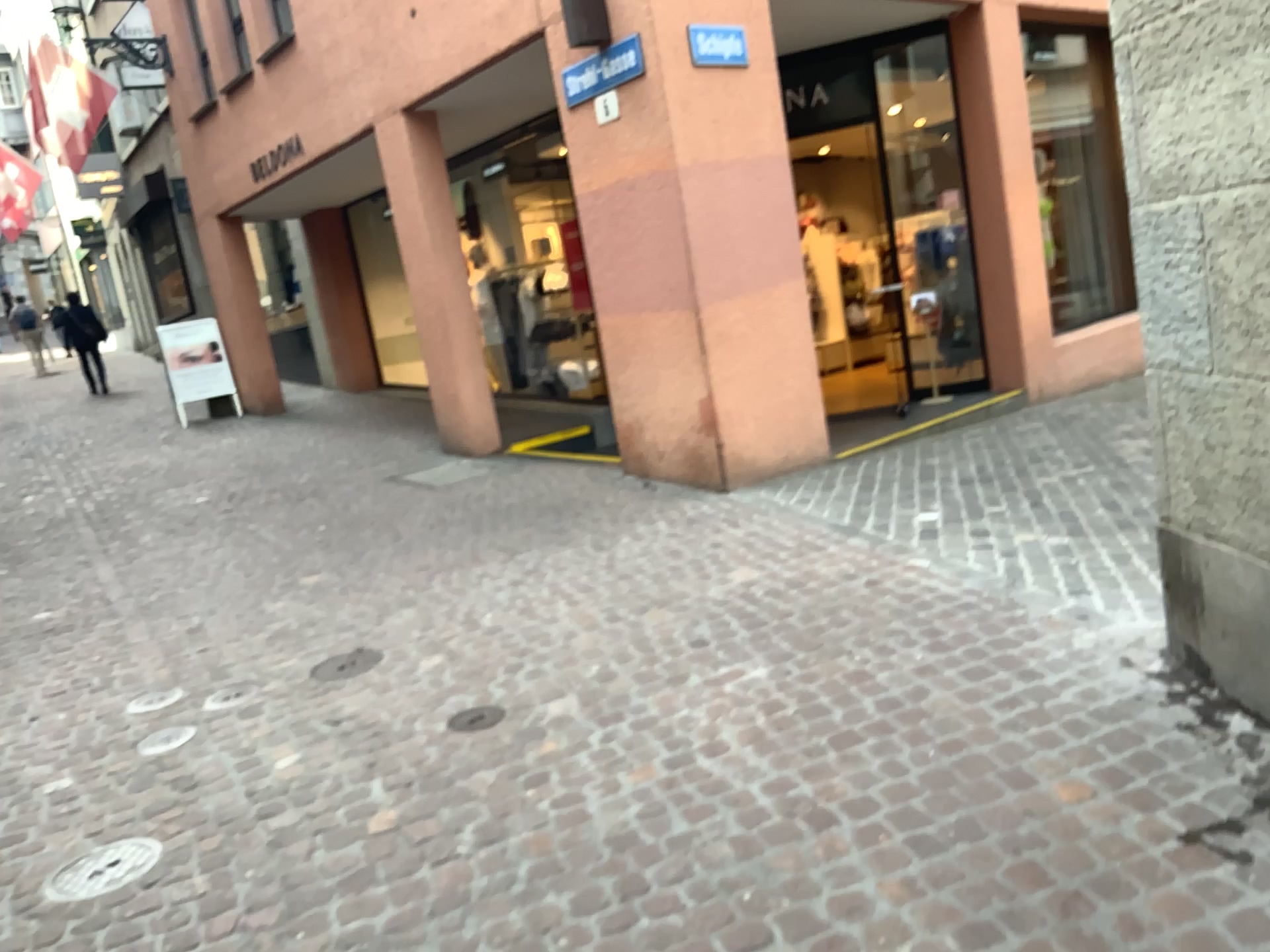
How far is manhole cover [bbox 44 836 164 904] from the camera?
2.90m

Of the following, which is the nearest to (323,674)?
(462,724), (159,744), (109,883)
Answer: (159,744)

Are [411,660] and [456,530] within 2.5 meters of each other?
yes

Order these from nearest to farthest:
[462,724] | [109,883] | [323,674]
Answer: [109,883] → [462,724] → [323,674]

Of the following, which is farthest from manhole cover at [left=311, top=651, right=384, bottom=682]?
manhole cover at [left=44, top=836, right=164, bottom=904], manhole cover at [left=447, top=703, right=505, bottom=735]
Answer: manhole cover at [left=44, top=836, right=164, bottom=904]

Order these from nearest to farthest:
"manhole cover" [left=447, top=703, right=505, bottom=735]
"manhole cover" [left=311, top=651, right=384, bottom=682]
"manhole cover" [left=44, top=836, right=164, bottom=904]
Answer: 1. "manhole cover" [left=44, top=836, right=164, bottom=904]
2. "manhole cover" [left=447, top=703, right=505, bottom=735]
3. "manhole cover" [left=311, top=651, right=384, bottom=682]

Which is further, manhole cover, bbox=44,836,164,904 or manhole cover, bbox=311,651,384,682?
manhole cover, bbox=311,651,384,682

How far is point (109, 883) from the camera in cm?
290

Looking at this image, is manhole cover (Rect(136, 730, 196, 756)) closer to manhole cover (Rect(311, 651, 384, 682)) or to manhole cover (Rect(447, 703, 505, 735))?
manhole cover (Rect(311, 651, 384, 682))

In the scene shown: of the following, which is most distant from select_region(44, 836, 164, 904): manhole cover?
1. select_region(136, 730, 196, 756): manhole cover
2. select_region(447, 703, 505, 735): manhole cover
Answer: select_region(447, 703, 505, 735): manhole cover
